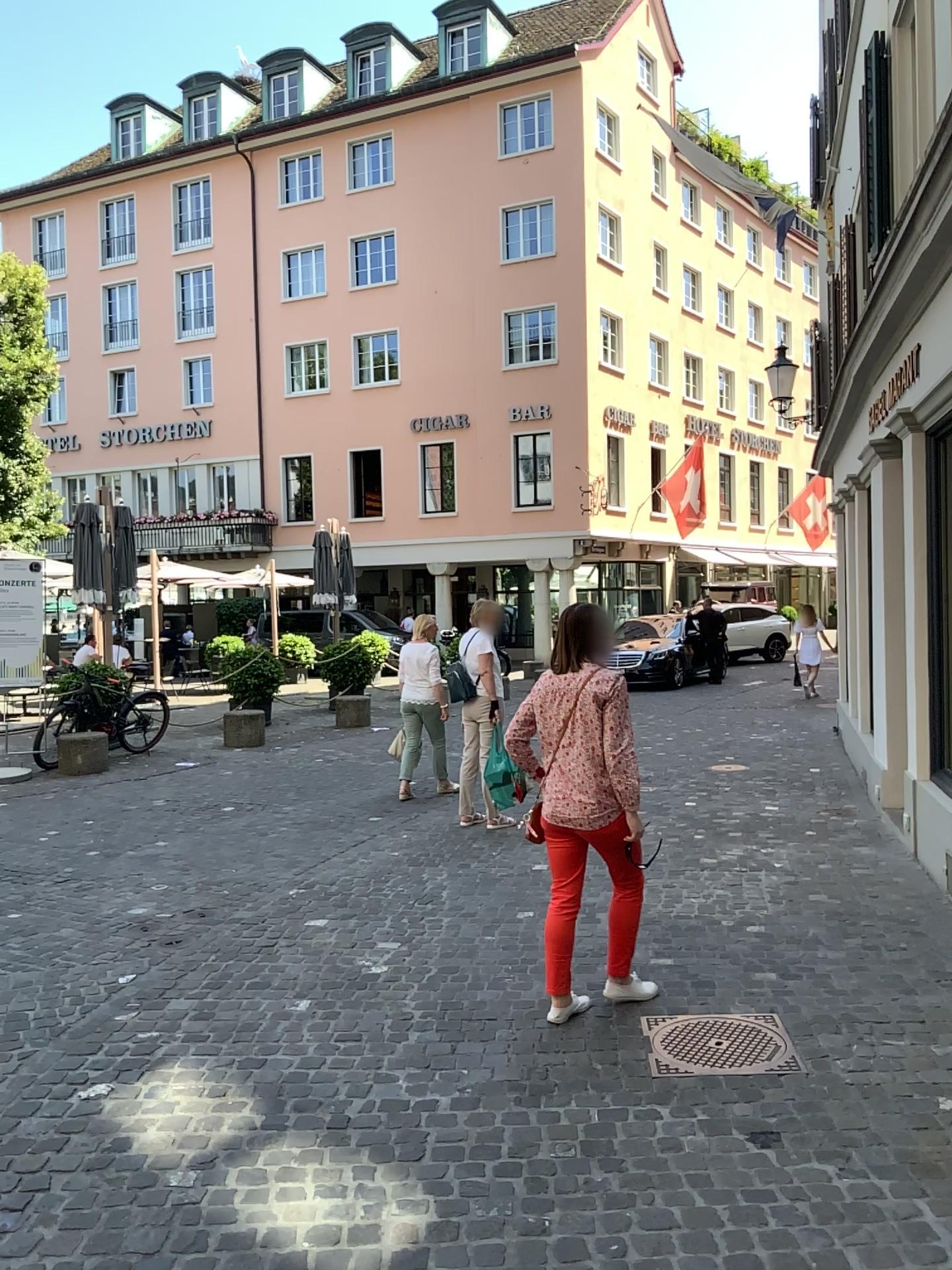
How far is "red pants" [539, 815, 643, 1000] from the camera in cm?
409

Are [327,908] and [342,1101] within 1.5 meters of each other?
no

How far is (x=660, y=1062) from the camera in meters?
3.6

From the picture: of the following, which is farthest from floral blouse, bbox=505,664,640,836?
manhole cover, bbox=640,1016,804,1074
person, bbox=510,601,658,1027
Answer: manhole cover, bbox=640,1016,804,1074

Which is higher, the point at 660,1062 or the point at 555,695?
the point at 555,695

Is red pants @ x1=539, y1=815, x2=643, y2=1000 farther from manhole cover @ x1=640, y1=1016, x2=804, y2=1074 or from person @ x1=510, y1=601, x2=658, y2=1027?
manhole cover @ x1=640, y1=1016, x2=804, y2=1074

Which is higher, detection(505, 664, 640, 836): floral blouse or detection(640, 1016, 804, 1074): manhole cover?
detection(505, 664, 640, 836): floral blouse

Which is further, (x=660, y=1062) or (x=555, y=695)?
(x=555, y=695)

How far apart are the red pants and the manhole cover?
0.3m

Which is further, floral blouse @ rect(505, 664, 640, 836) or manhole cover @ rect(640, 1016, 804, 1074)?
floral blouse @ rect(505, 664, 640, 836)
